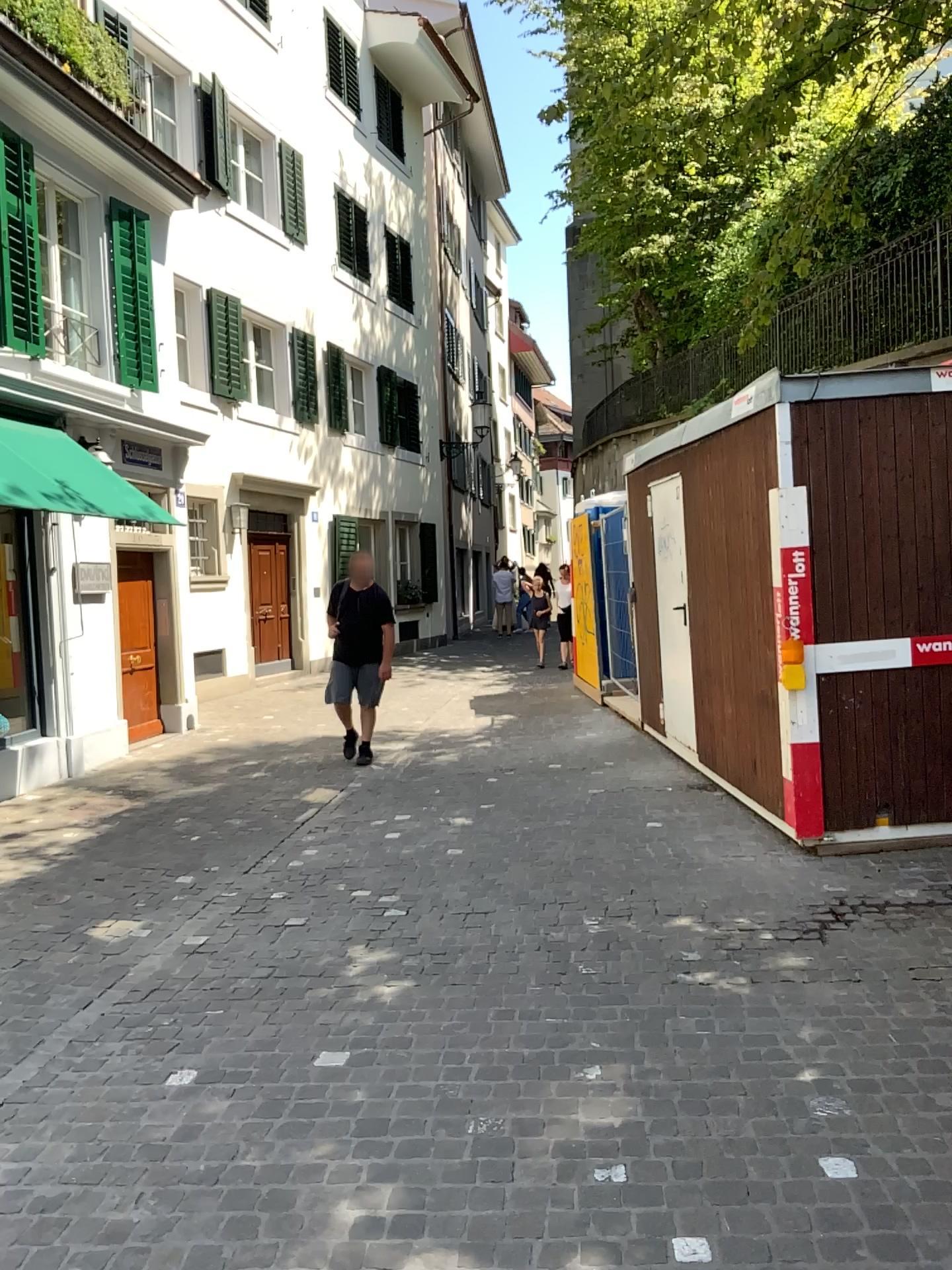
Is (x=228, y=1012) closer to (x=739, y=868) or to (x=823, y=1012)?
(x=823, y=1012)
